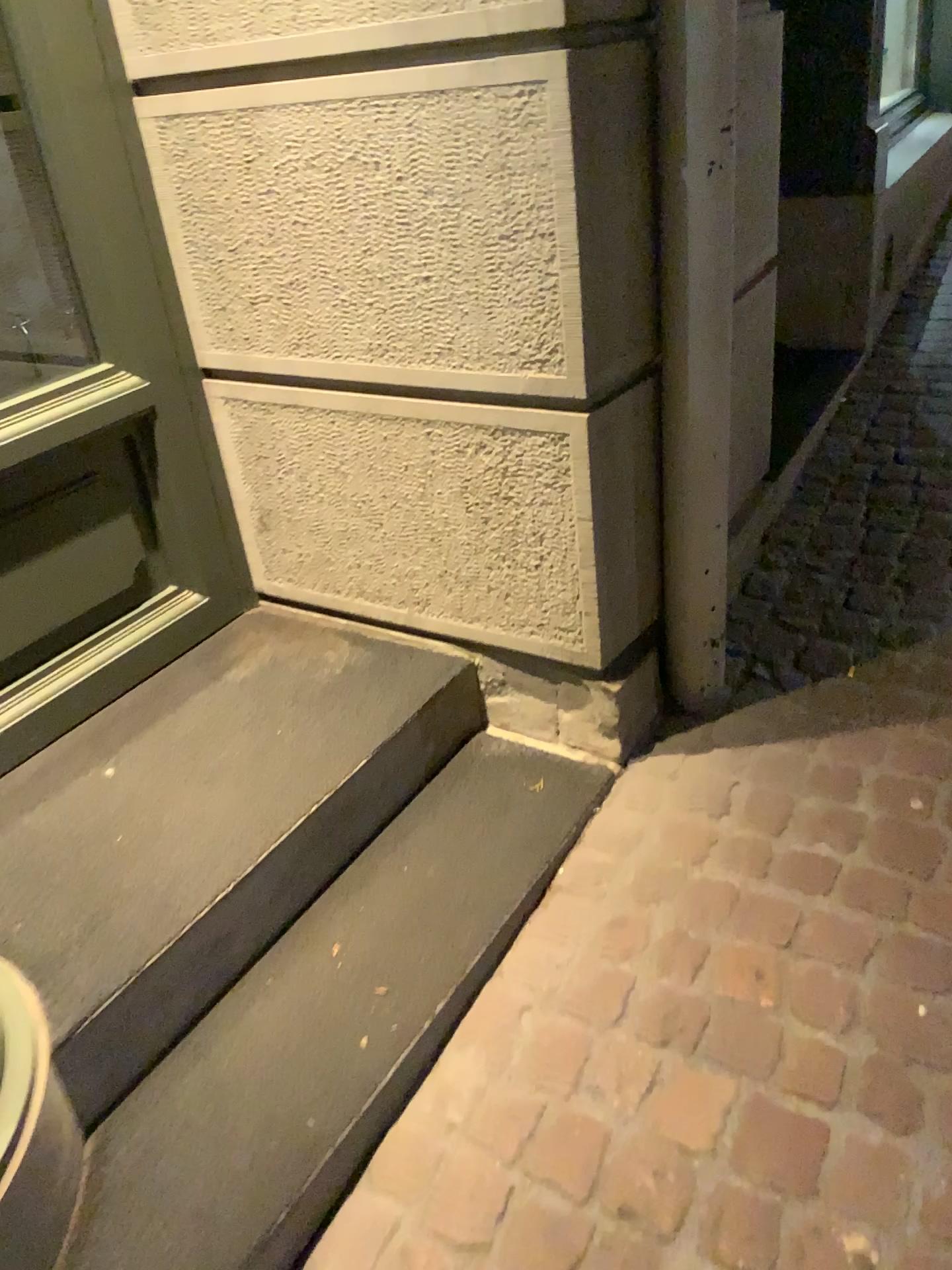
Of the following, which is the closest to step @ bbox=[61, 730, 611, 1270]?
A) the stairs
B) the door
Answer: the stairs

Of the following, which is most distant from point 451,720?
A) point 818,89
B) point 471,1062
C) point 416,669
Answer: point 818,89

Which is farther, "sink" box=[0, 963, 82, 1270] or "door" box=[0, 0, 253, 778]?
"door" box=[0, 0, 253, 778]

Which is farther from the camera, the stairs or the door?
the door

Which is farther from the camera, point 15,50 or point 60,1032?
point 15,50

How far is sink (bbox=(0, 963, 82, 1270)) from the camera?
1.2 meters

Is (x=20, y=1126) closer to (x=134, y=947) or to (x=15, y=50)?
(x=134, y=947)

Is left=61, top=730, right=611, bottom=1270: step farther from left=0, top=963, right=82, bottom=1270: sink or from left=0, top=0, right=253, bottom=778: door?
left=0, top=0, right=253, bottom=778: door

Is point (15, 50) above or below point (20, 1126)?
above

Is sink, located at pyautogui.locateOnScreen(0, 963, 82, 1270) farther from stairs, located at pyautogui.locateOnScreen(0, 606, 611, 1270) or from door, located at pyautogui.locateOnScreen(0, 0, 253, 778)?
door, located at pyautogui.locateOnScreen(0, 0, 253, 778)
